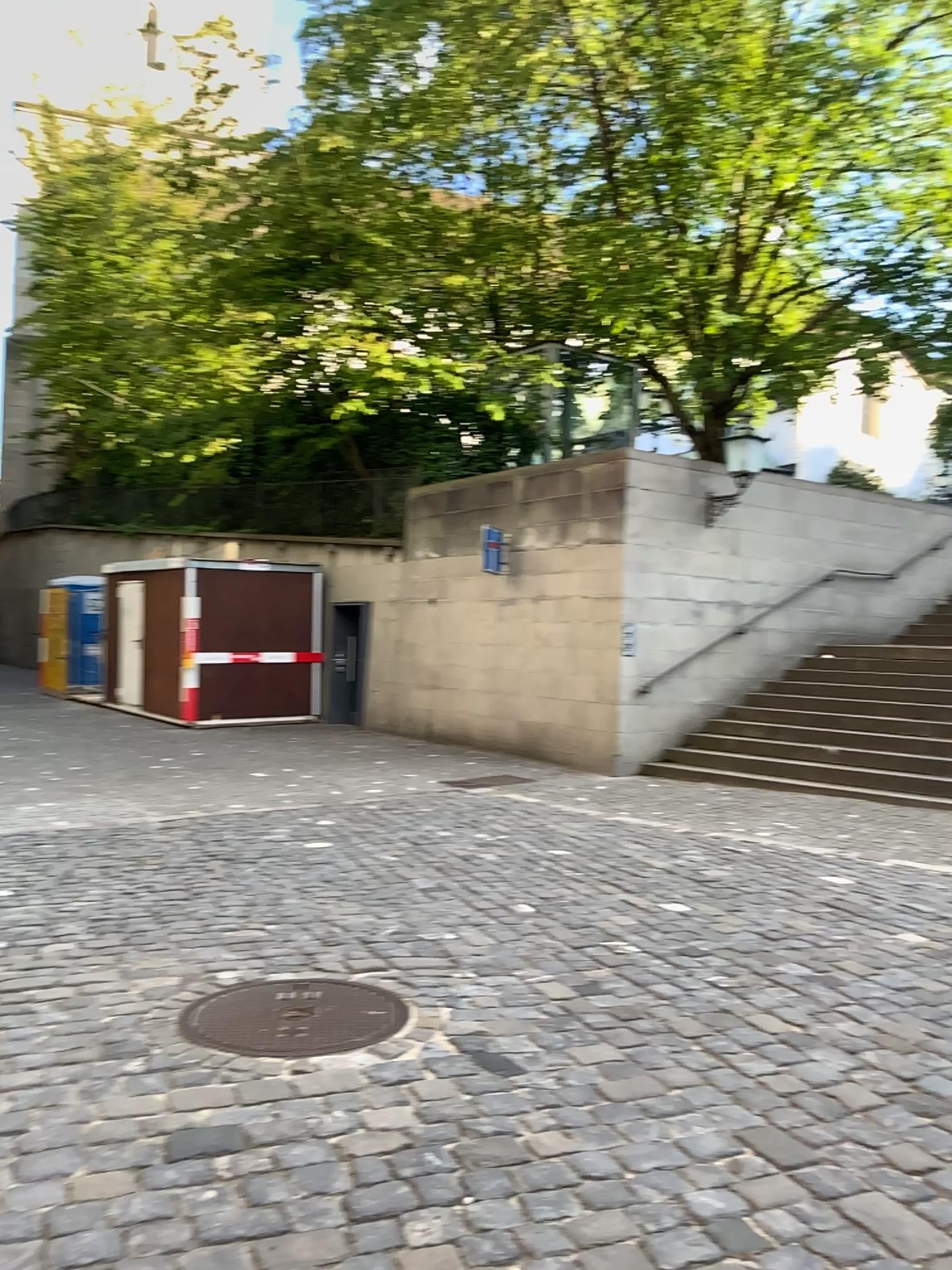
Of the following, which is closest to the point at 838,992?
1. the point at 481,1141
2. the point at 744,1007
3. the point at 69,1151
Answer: the point at 744,1007
